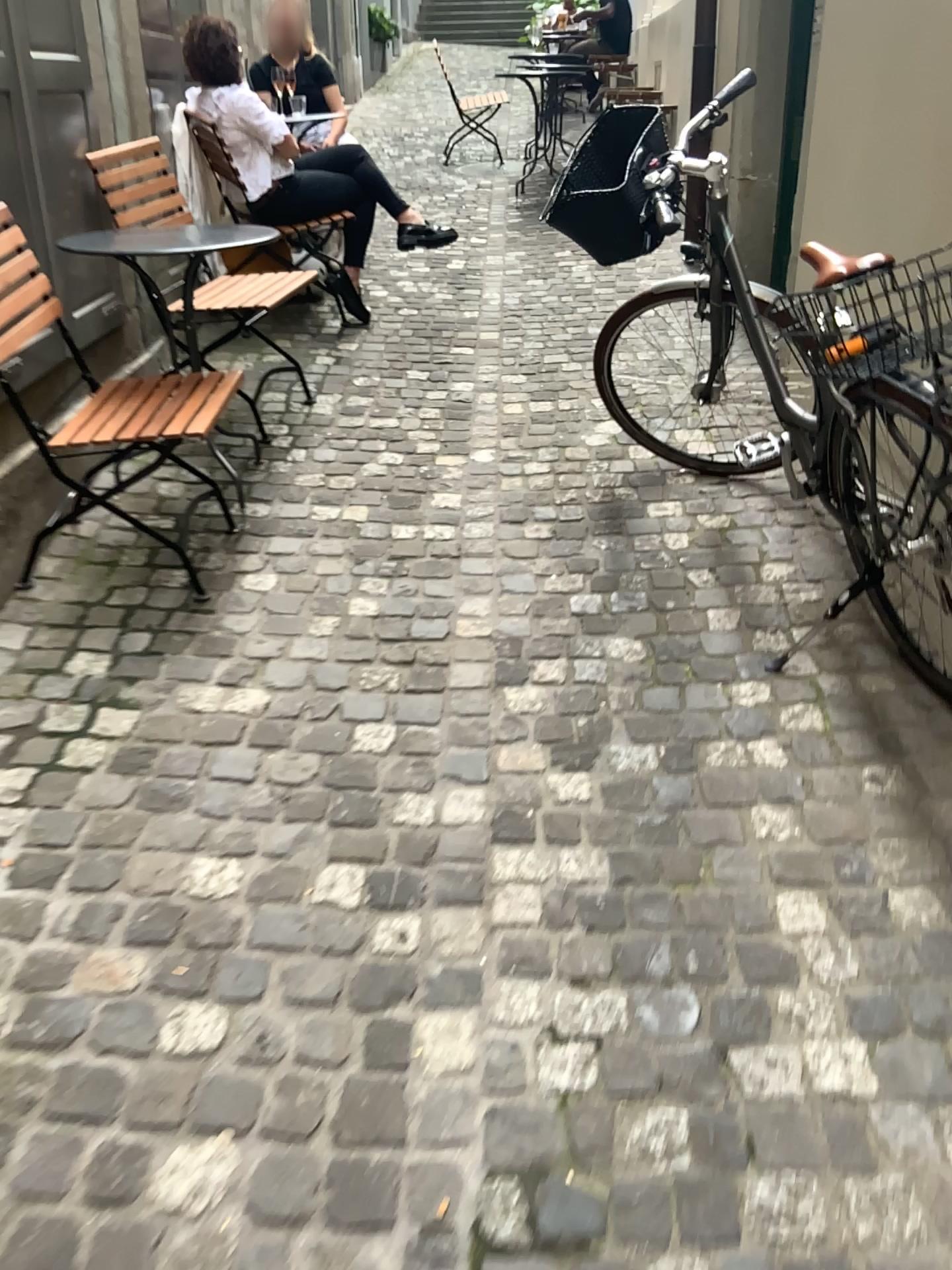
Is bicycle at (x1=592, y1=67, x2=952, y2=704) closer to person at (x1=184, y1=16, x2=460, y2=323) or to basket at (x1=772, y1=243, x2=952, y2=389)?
basket at (x1=772, y1=243, x2=952, y2=389)

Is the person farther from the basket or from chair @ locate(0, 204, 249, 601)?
the basket

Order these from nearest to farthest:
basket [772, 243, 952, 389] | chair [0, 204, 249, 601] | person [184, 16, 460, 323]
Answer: basket [772, 243, 952, 389]
chair [0, 204, 249, 601]
person [184, 16, 460, 323]

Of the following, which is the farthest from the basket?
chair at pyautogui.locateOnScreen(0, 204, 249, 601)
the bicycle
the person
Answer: the person

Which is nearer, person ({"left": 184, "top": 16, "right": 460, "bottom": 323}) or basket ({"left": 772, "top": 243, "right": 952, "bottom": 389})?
basket ({"left": 772, "top": 243, "right": 952, "bottom": 389})

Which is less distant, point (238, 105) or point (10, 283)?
point (10, 283)

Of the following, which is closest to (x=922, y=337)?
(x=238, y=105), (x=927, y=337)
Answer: (x=927, y=337)

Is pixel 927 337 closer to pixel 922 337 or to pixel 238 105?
pixel 922 337

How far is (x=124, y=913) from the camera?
1.82m

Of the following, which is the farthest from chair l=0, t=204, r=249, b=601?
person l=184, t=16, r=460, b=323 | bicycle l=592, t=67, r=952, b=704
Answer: person l=184, t=16, r=460, b=323
